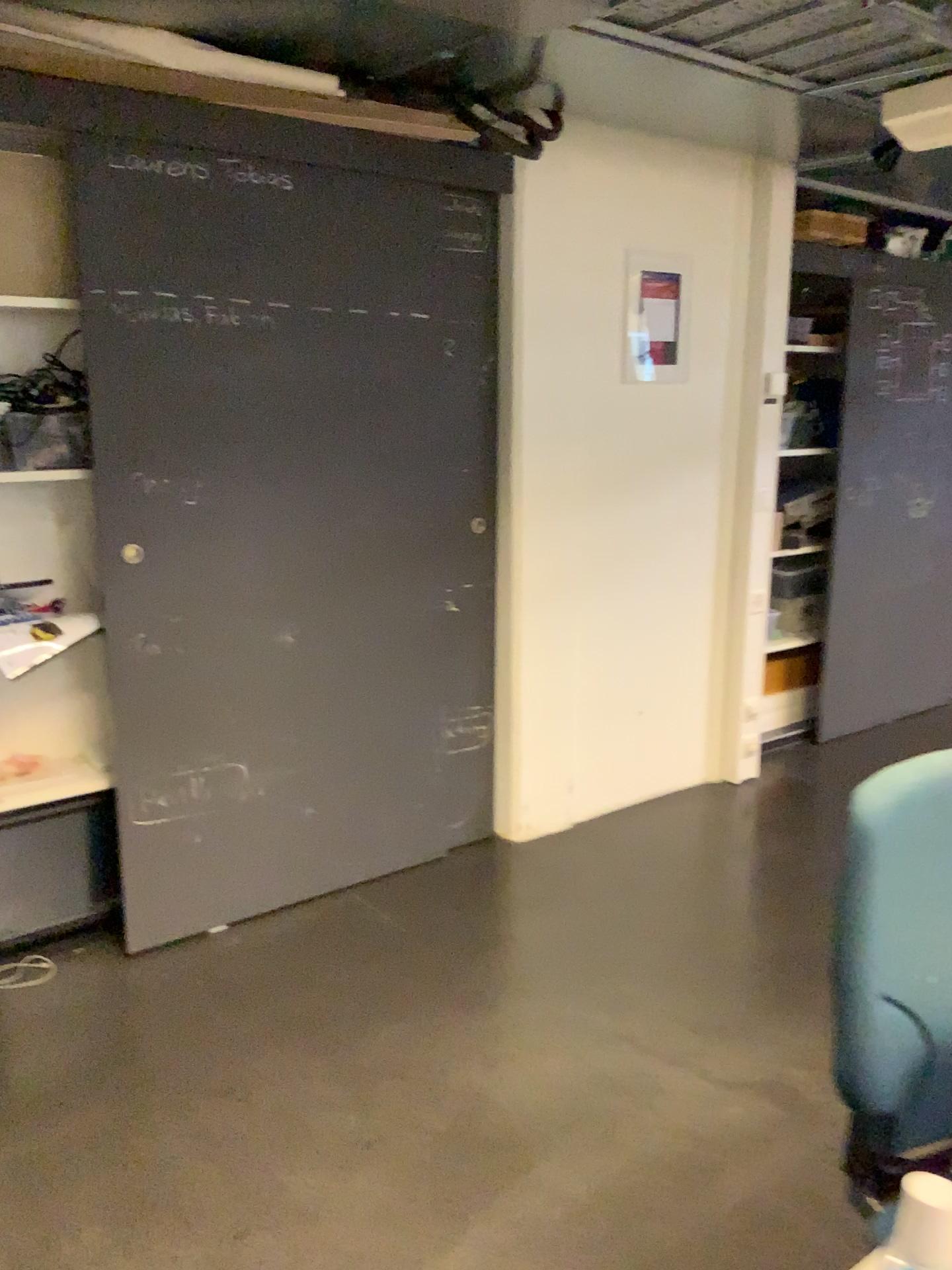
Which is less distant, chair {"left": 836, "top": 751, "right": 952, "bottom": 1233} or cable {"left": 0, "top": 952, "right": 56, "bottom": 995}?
chair {"left": 836, "top": 751, "right": 952, "bottom": 1233}

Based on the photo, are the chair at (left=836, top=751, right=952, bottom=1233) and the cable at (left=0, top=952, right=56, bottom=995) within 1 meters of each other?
no

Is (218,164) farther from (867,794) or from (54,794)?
(867,794)

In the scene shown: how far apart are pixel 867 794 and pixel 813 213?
3.2m

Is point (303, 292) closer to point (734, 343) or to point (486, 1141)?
point (734, 343)

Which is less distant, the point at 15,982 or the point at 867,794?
the point at 867,794

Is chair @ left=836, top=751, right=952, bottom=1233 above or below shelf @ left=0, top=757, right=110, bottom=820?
above

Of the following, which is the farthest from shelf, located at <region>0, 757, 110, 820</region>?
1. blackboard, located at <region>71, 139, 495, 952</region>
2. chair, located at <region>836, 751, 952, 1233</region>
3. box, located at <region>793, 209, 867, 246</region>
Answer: box, located at <region>793, 209, 867, 246</region>

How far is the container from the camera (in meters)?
4.62

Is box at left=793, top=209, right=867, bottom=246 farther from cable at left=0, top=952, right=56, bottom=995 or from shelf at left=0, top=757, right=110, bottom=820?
cable at left=0, top=952, right=56, bottom=995
